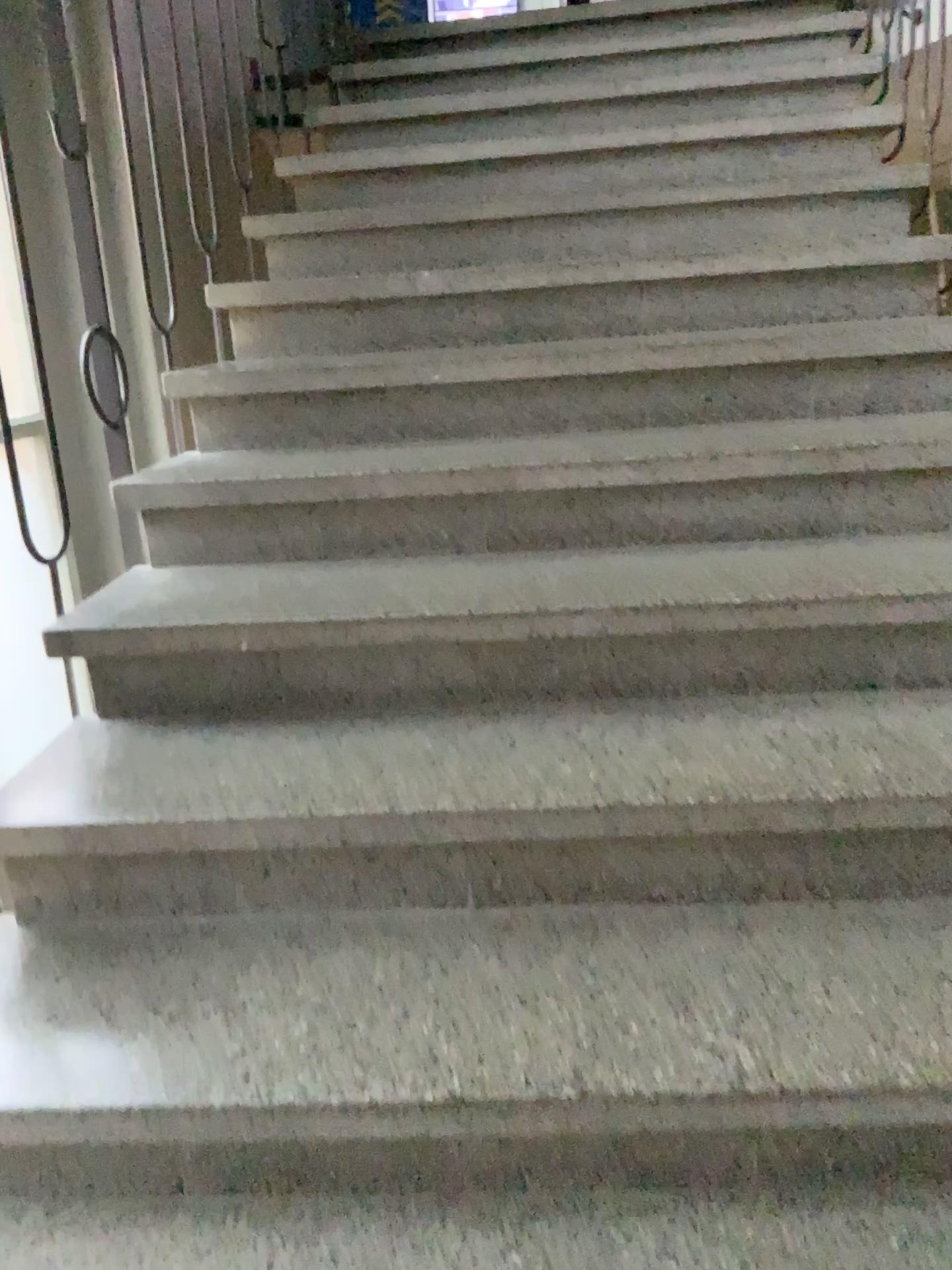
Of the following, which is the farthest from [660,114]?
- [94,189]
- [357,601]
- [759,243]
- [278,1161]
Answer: [278,1161]
